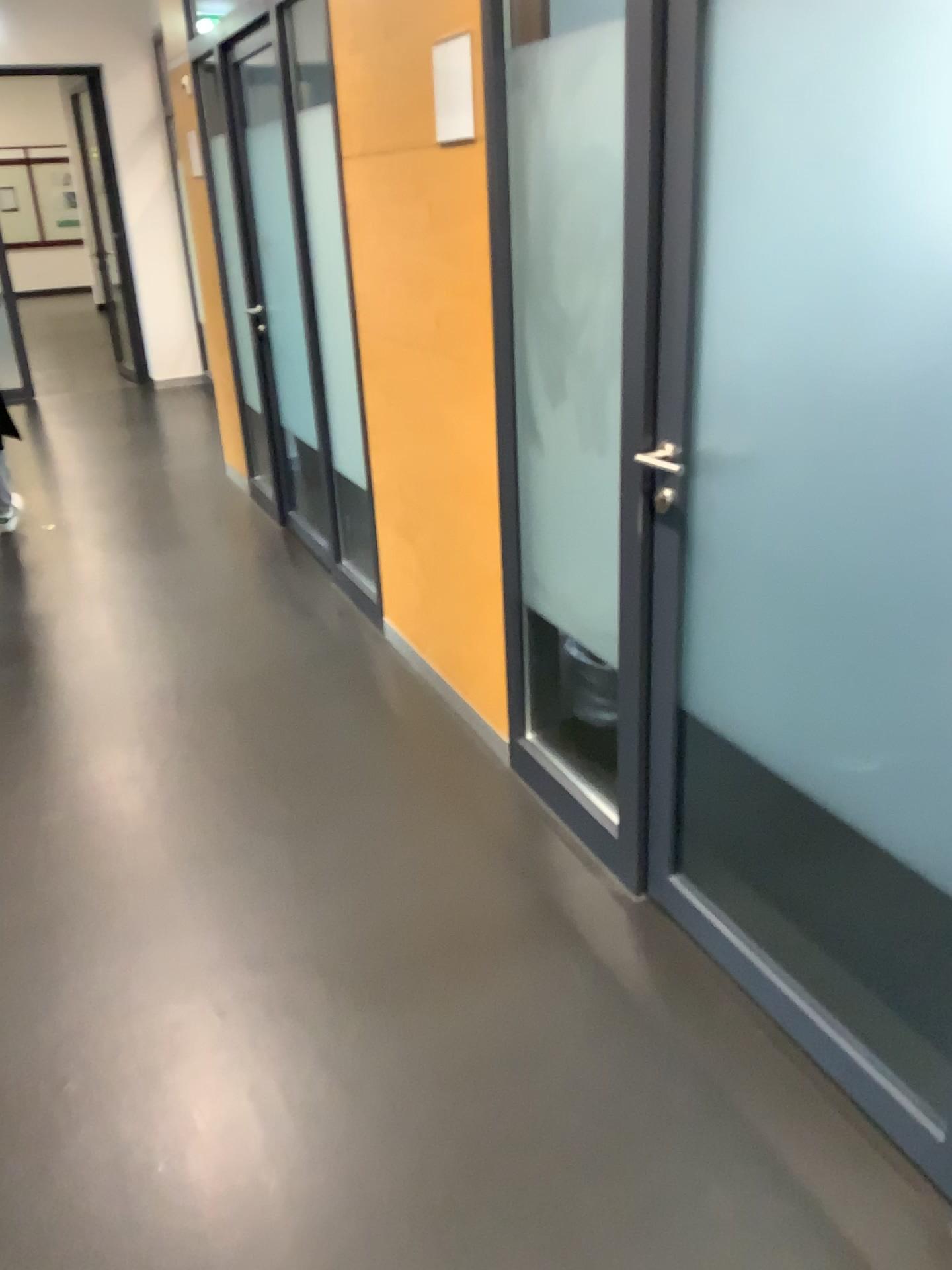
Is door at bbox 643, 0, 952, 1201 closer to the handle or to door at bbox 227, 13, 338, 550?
the handle

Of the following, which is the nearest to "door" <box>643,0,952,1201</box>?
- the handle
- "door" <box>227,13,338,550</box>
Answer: the handle

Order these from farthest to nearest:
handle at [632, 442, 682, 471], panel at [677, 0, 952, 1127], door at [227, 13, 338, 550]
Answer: door at [227, 13, 338, 550], handle at [632, 442, 682, 471], panel at [677, 0, 952, 1127]

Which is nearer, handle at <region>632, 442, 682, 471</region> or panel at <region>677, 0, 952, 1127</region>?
panel at <region>677, 0, 952, 1127</region>

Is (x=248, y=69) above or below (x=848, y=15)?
above

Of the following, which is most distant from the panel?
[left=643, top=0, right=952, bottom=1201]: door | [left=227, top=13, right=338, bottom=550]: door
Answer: [left=227, top=13, right=338, bottom=550]: door

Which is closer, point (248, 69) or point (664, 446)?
point (664, 446)

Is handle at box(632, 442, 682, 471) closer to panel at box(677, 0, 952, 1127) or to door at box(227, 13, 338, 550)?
panel at box(677, 0, 952, 1127)

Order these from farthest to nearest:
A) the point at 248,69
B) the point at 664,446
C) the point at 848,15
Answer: the point at 248,69, the point at 664,446, the point at 848,15

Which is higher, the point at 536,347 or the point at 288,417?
the point at 536,347
